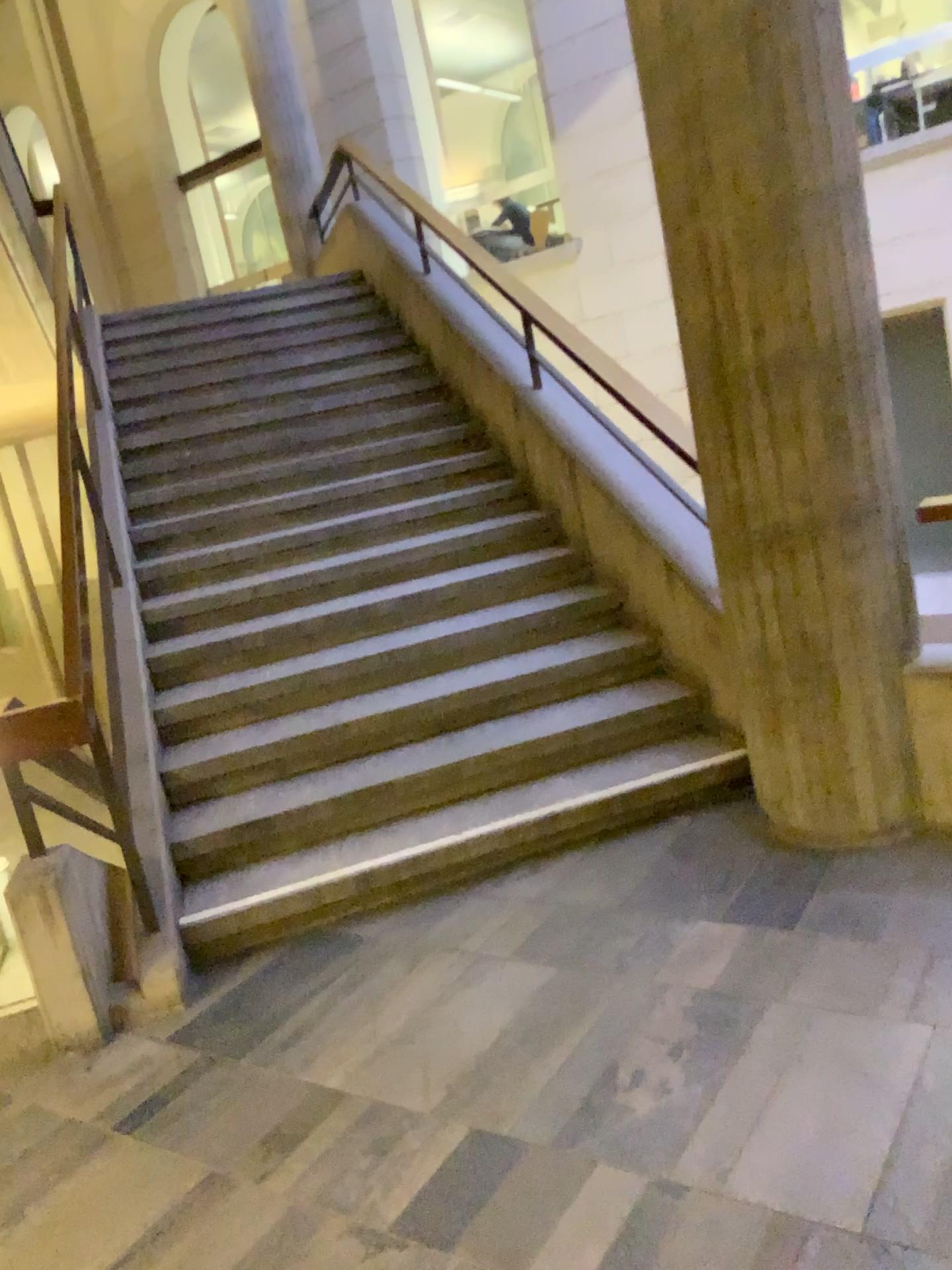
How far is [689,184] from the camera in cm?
281
